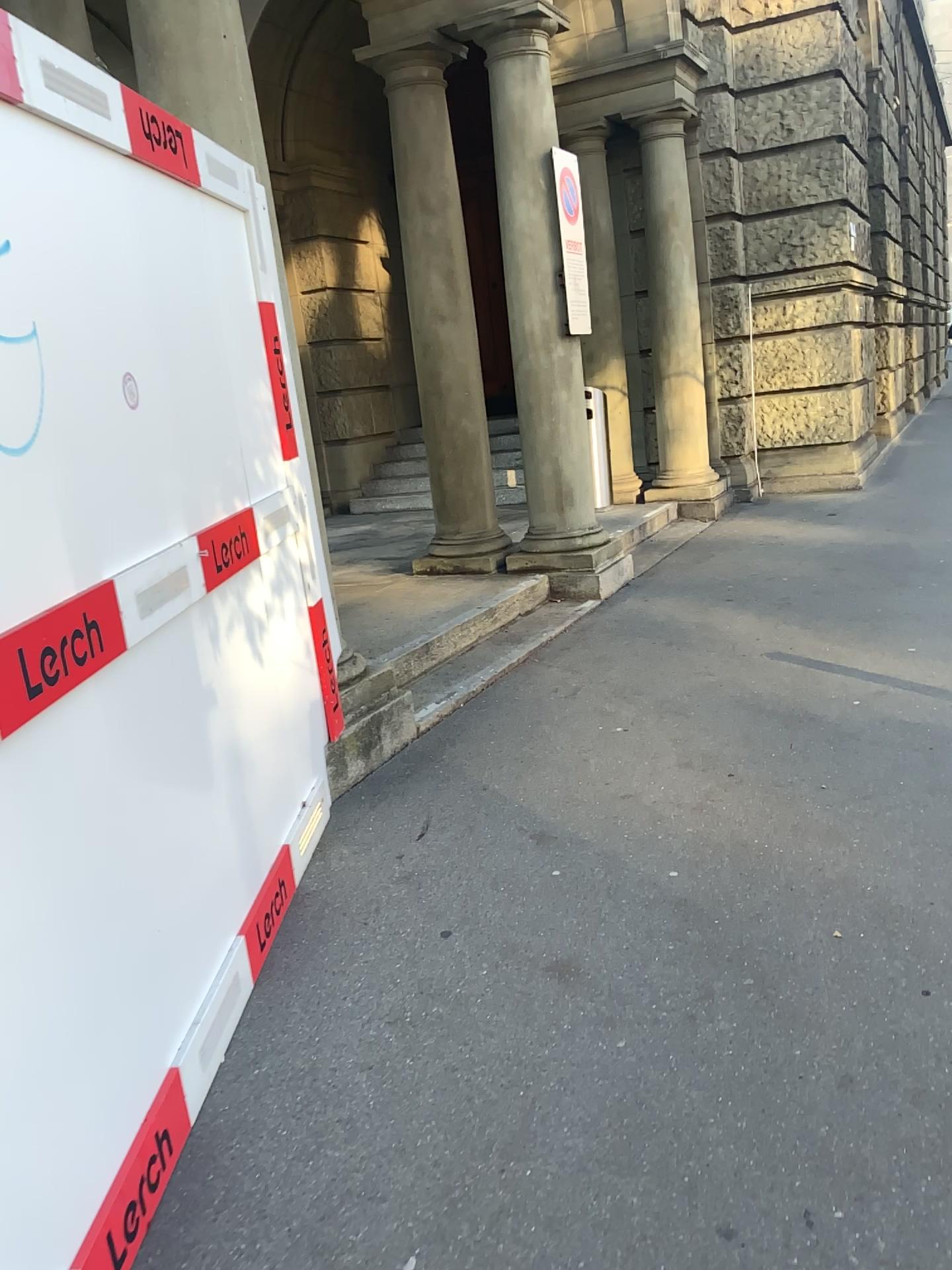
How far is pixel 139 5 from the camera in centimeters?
339cm

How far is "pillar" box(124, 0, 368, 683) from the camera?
3.4 meters

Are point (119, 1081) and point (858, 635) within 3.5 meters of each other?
no
